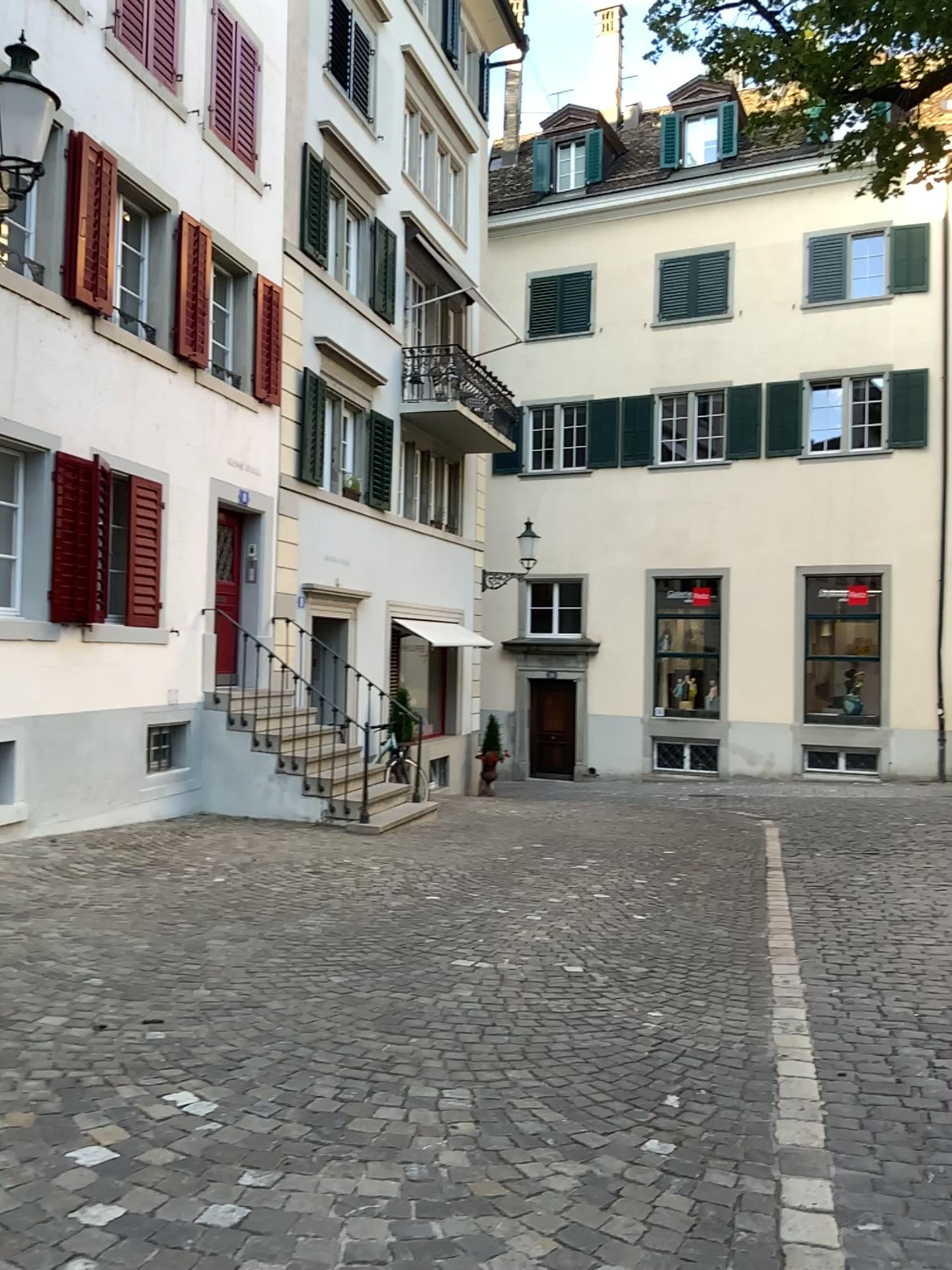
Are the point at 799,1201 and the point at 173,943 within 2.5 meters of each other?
no
